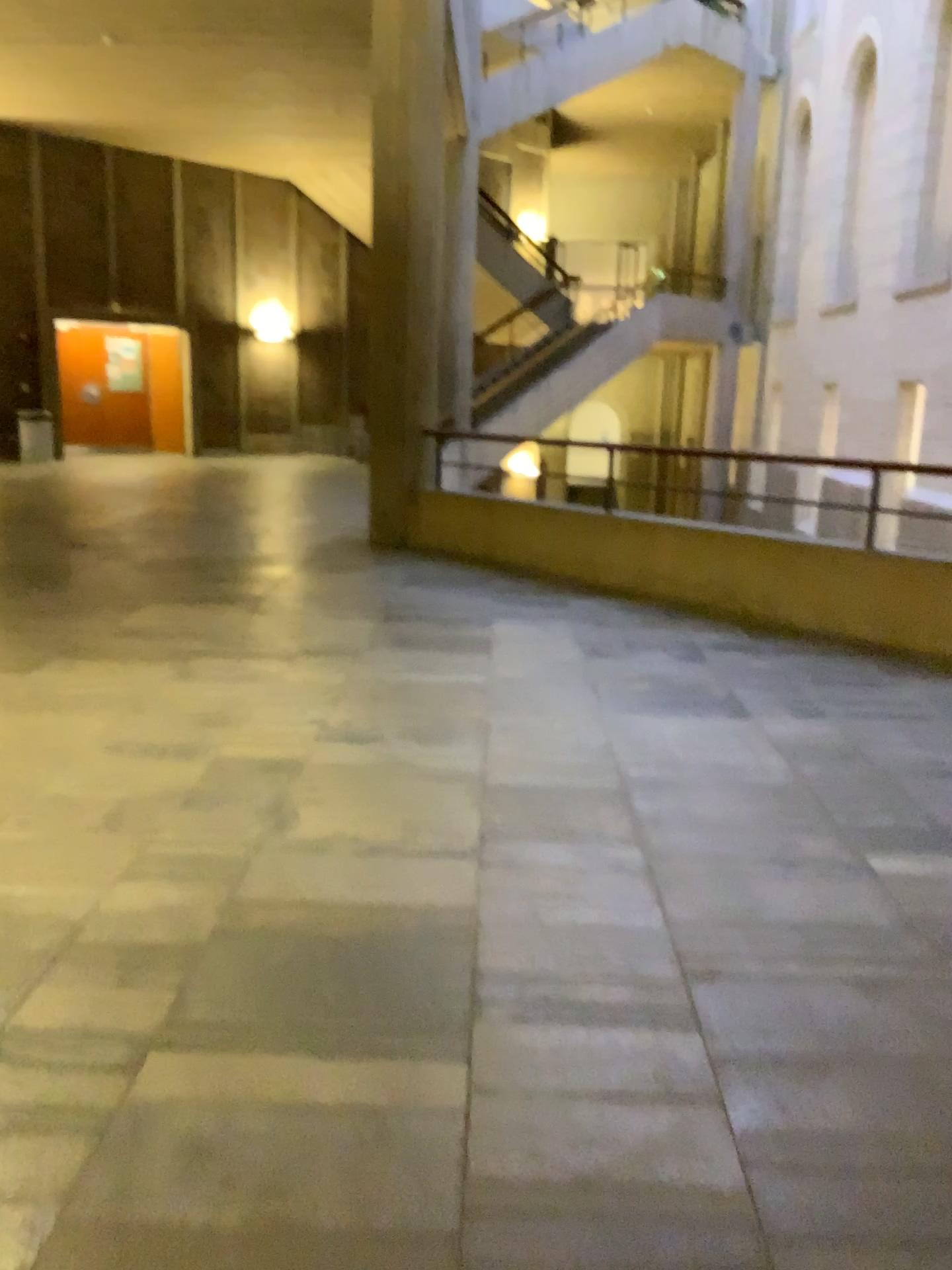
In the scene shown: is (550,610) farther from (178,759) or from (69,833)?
(69,833)
